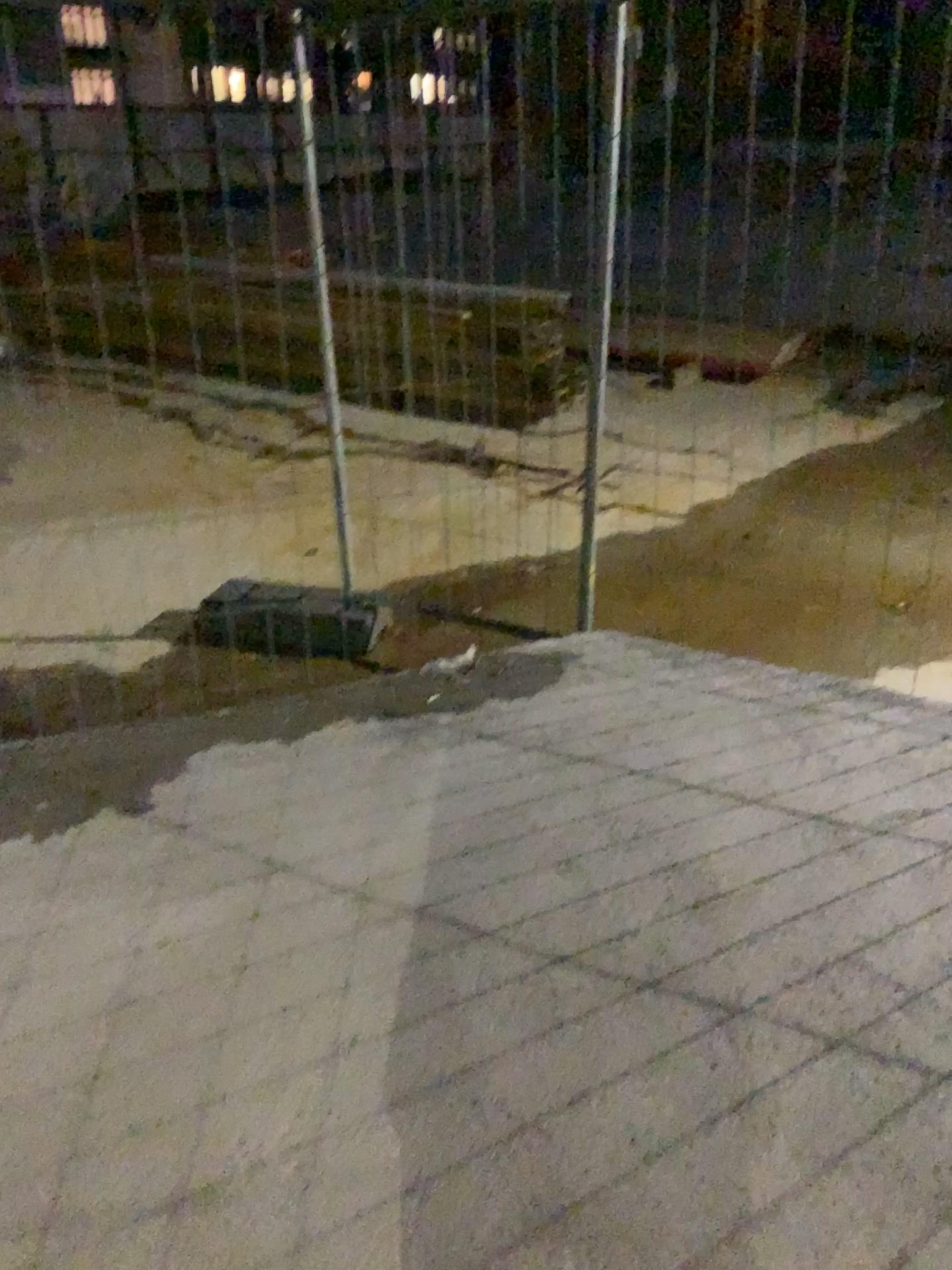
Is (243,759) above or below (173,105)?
below
